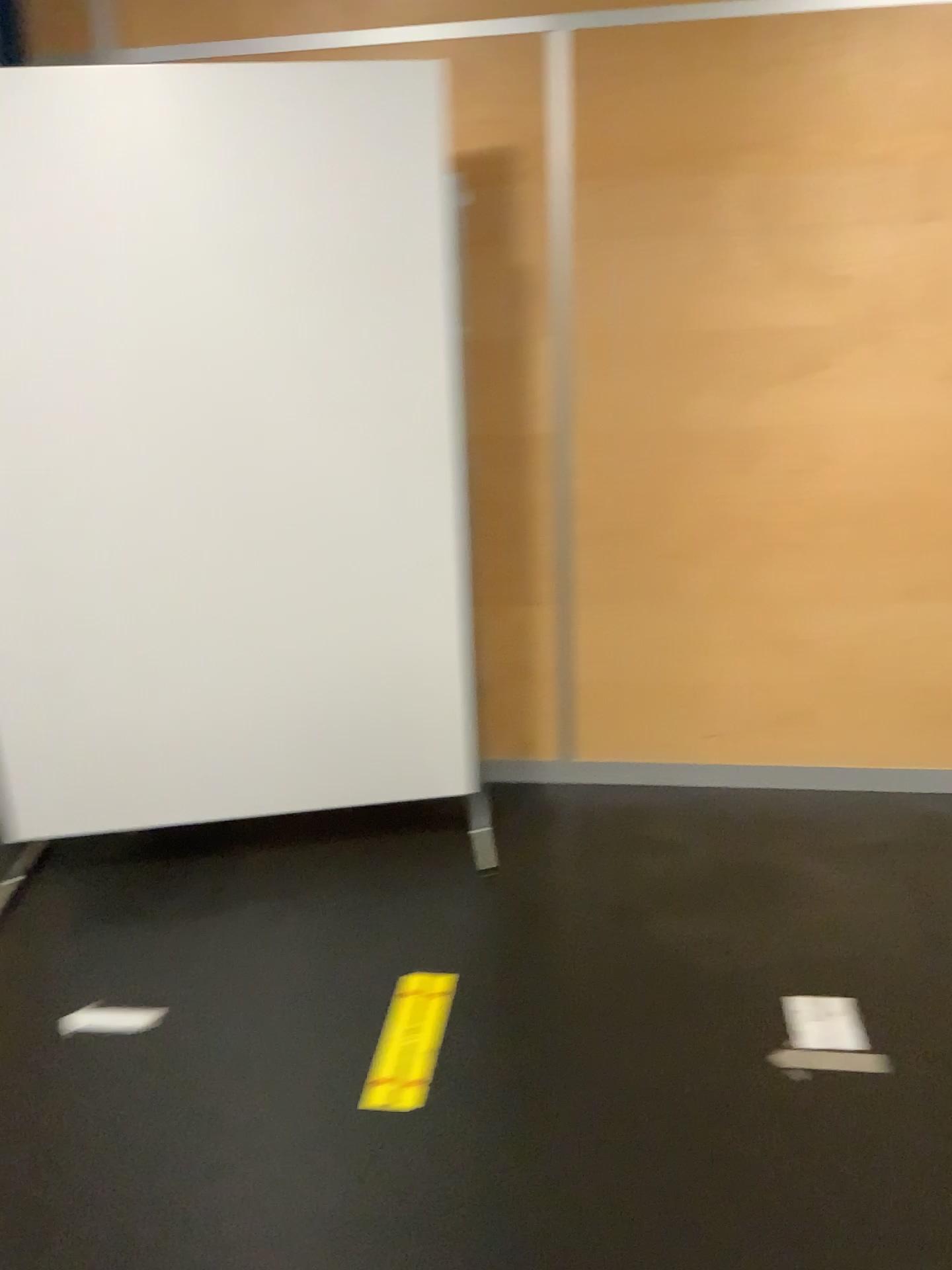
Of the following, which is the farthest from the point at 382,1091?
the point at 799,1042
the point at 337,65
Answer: the point at 337,65

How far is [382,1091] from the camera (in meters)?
2.00

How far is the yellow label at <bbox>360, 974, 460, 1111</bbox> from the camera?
2.00m

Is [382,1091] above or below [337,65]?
below

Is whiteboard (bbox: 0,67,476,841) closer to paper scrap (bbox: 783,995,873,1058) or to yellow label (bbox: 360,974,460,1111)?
yellow label (bbox: 360,974,460,1111)

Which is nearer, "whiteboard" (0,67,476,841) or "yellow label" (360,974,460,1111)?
"yellow label" (360,974,460,1111)

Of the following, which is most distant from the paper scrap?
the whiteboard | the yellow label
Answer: the whiteboard

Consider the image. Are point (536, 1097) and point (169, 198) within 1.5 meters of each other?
no
